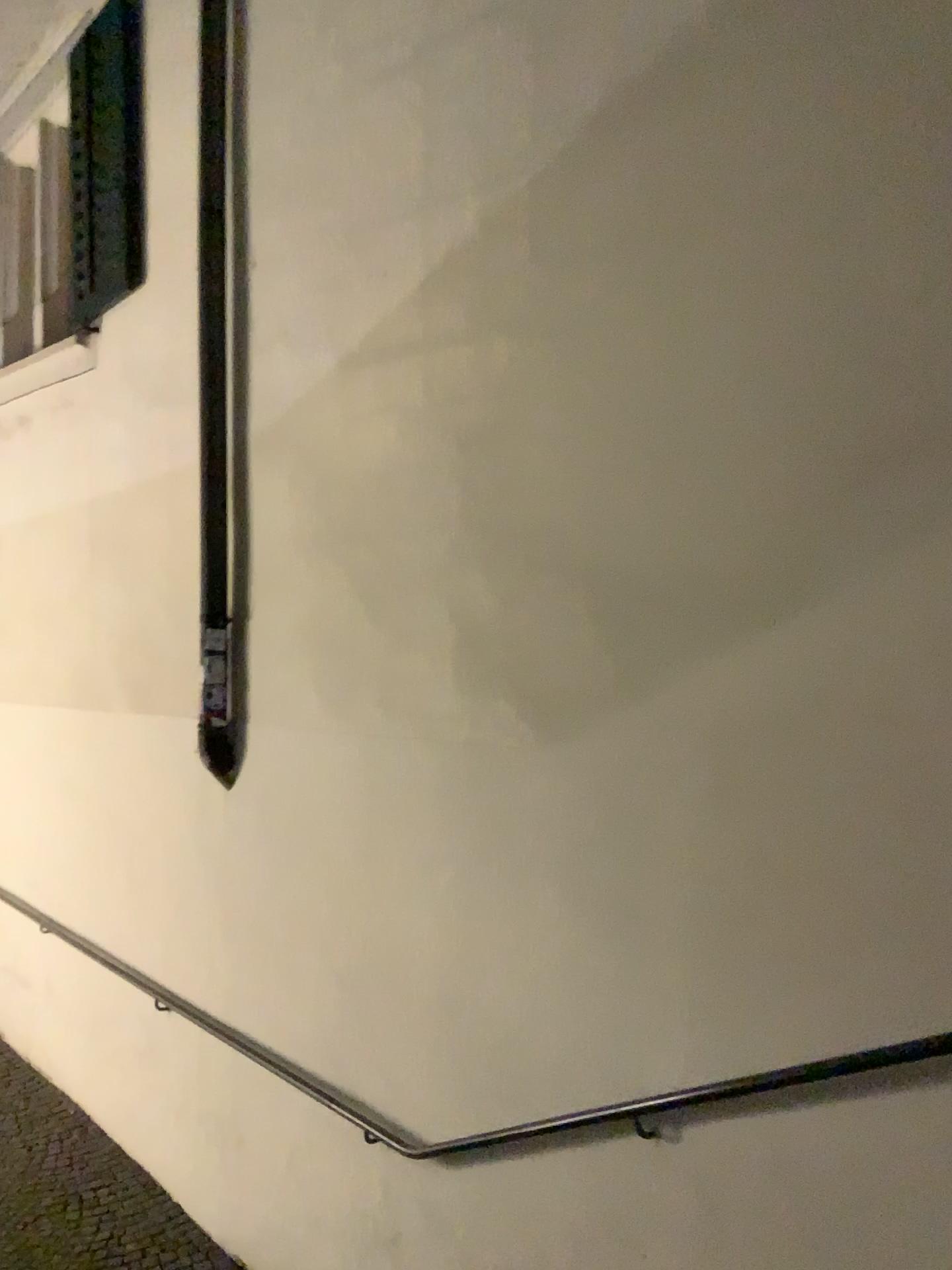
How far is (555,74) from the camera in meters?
2.6

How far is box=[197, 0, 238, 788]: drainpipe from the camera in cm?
371

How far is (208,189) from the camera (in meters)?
3.71
